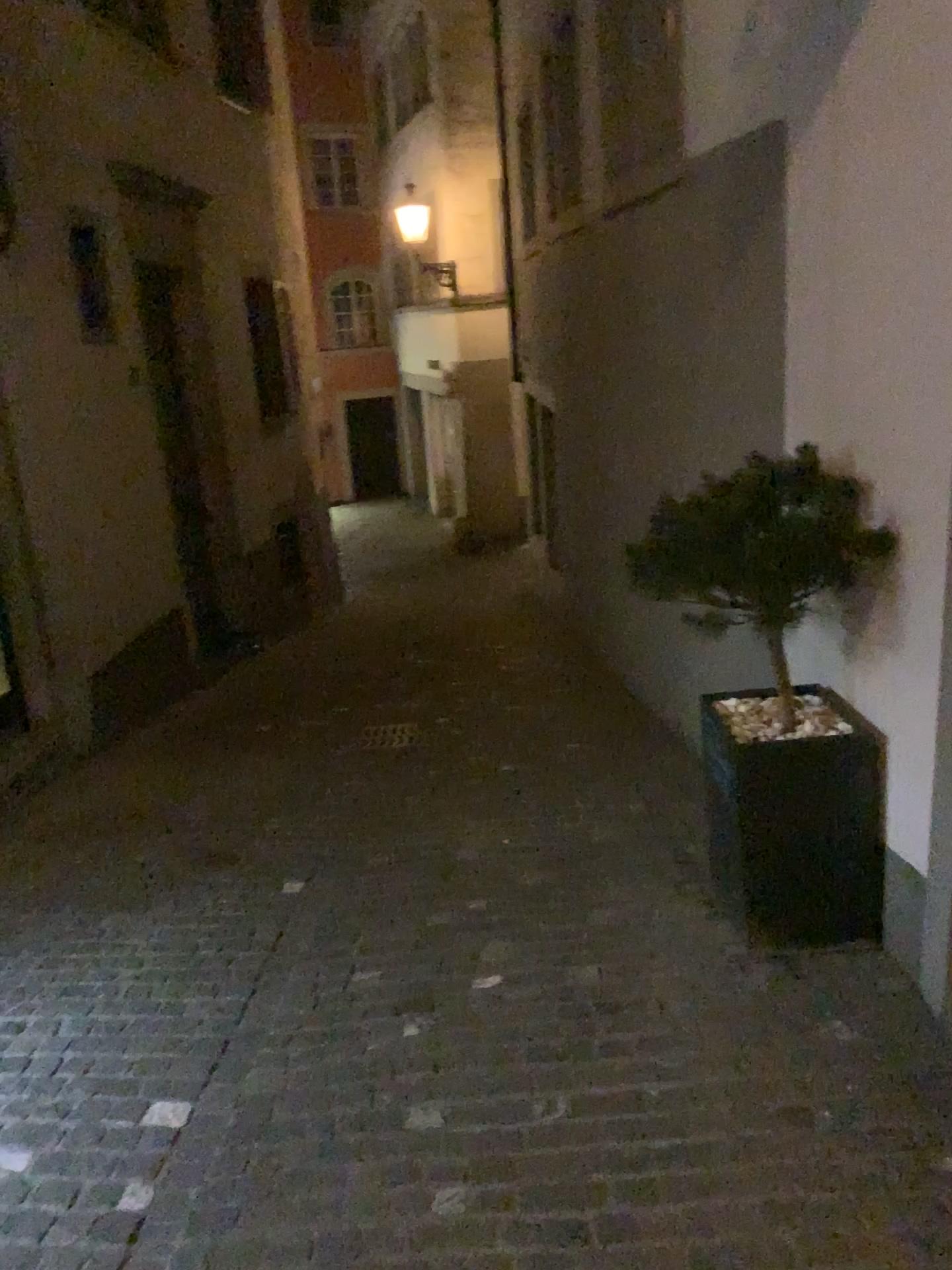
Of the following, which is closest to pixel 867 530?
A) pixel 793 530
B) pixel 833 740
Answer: pixel 793 530

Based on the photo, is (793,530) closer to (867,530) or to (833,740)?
(867,530)

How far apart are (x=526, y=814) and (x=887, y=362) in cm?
263

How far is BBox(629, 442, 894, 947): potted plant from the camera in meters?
3.0

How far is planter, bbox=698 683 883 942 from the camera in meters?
3.1

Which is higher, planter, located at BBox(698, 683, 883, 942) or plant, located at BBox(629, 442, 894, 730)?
plant, located at BBox(629, 442, 894, 730)

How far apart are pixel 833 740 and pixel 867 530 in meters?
0.6 m
